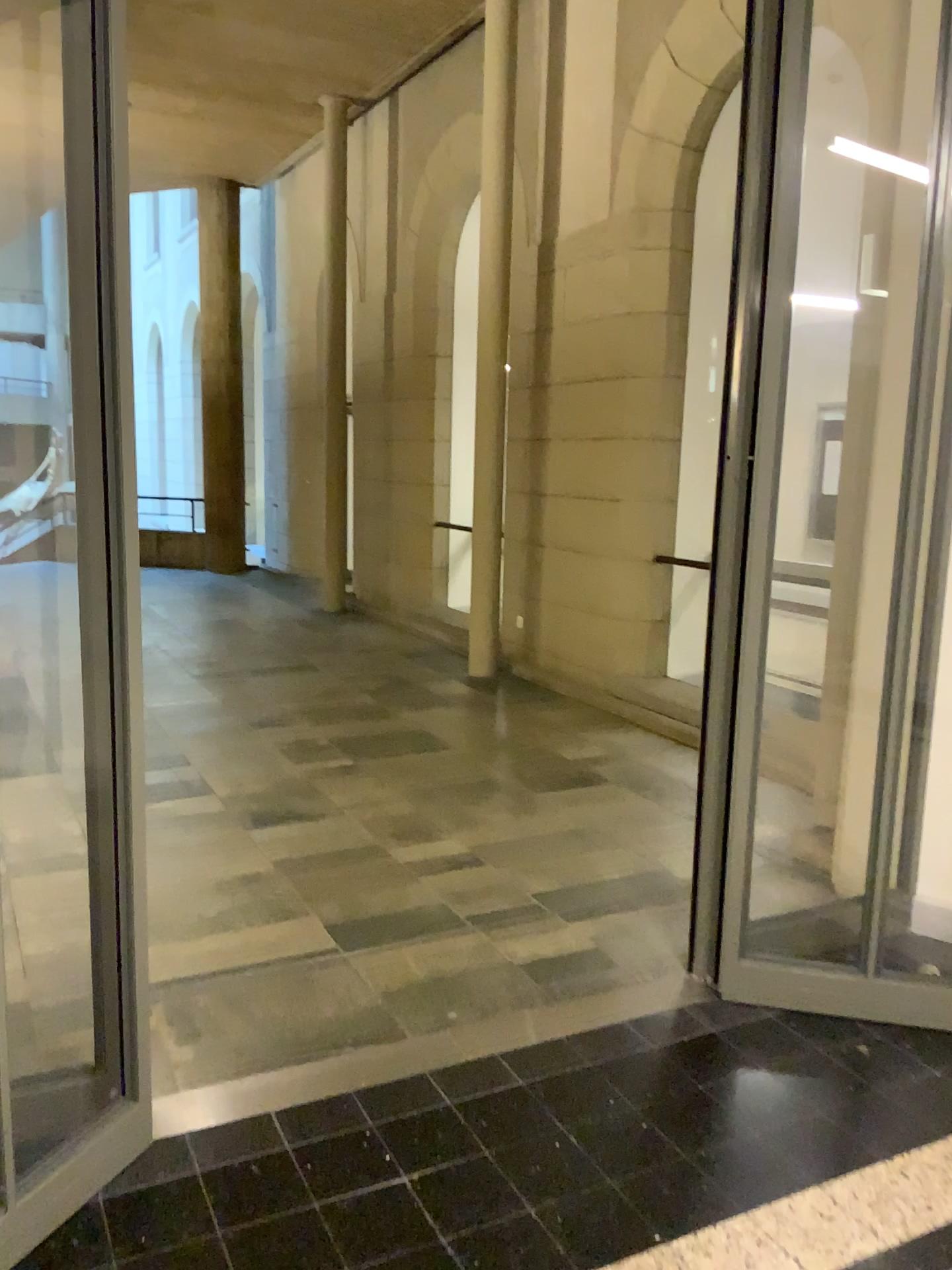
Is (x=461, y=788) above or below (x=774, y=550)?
below

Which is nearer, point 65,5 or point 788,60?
point 65,5

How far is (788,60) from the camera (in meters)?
2.73

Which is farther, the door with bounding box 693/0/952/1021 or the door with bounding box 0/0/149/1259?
the door with bounding box 693/0/952/1021

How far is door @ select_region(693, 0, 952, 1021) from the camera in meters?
2.7 m
